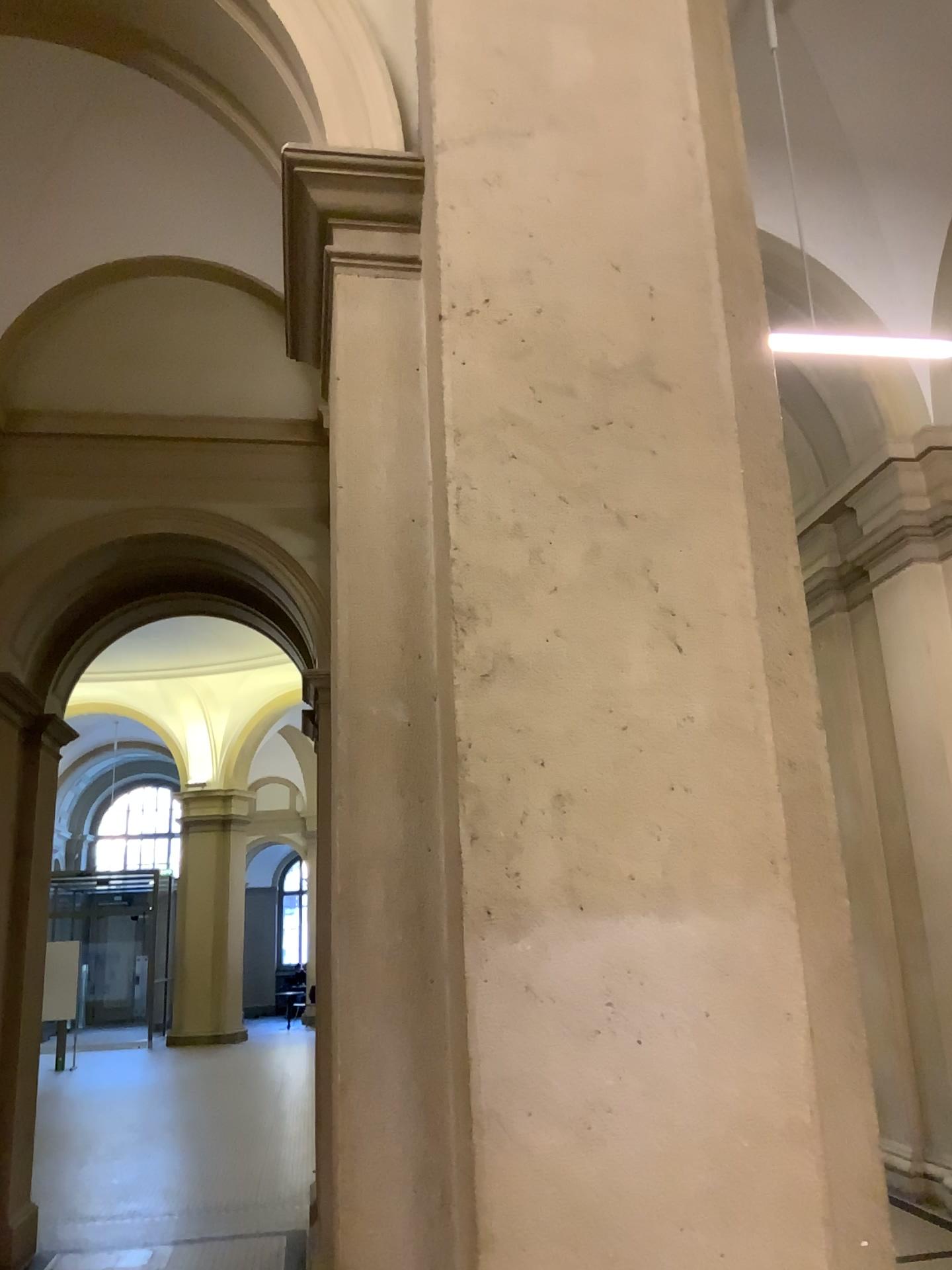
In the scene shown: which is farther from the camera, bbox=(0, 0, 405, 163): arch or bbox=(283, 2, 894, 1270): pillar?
bbox=(0, 0, 405, 163): arch

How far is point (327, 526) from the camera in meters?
1.9

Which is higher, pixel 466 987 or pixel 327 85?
pixel 327 85

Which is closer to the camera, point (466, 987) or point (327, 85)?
point (466, 987)
